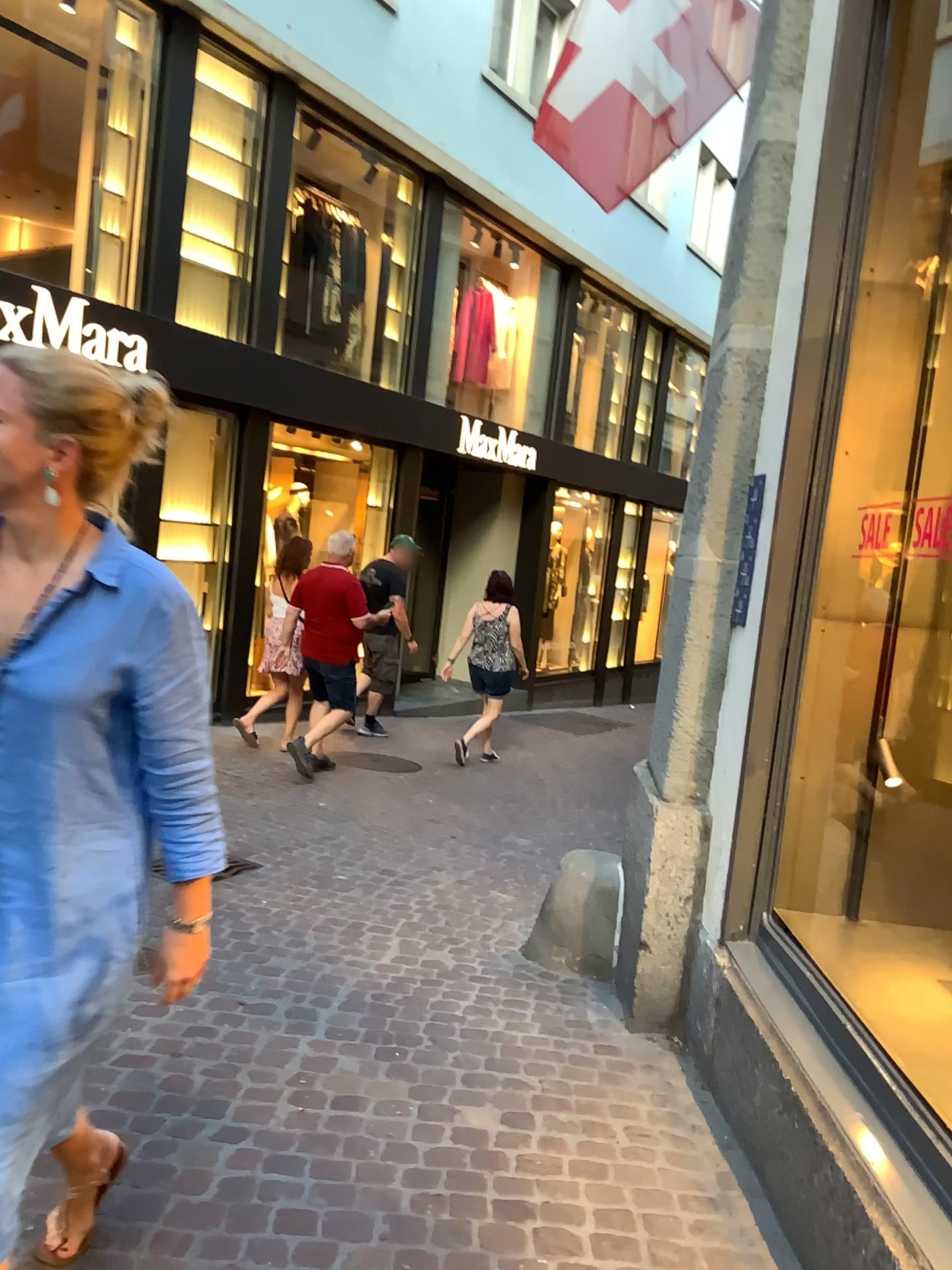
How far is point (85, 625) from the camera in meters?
1.5 m

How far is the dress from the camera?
1.46m

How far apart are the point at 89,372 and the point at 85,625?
0.35m

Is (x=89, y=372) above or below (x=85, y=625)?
above

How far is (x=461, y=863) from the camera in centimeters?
500cm

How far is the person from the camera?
1.45m
